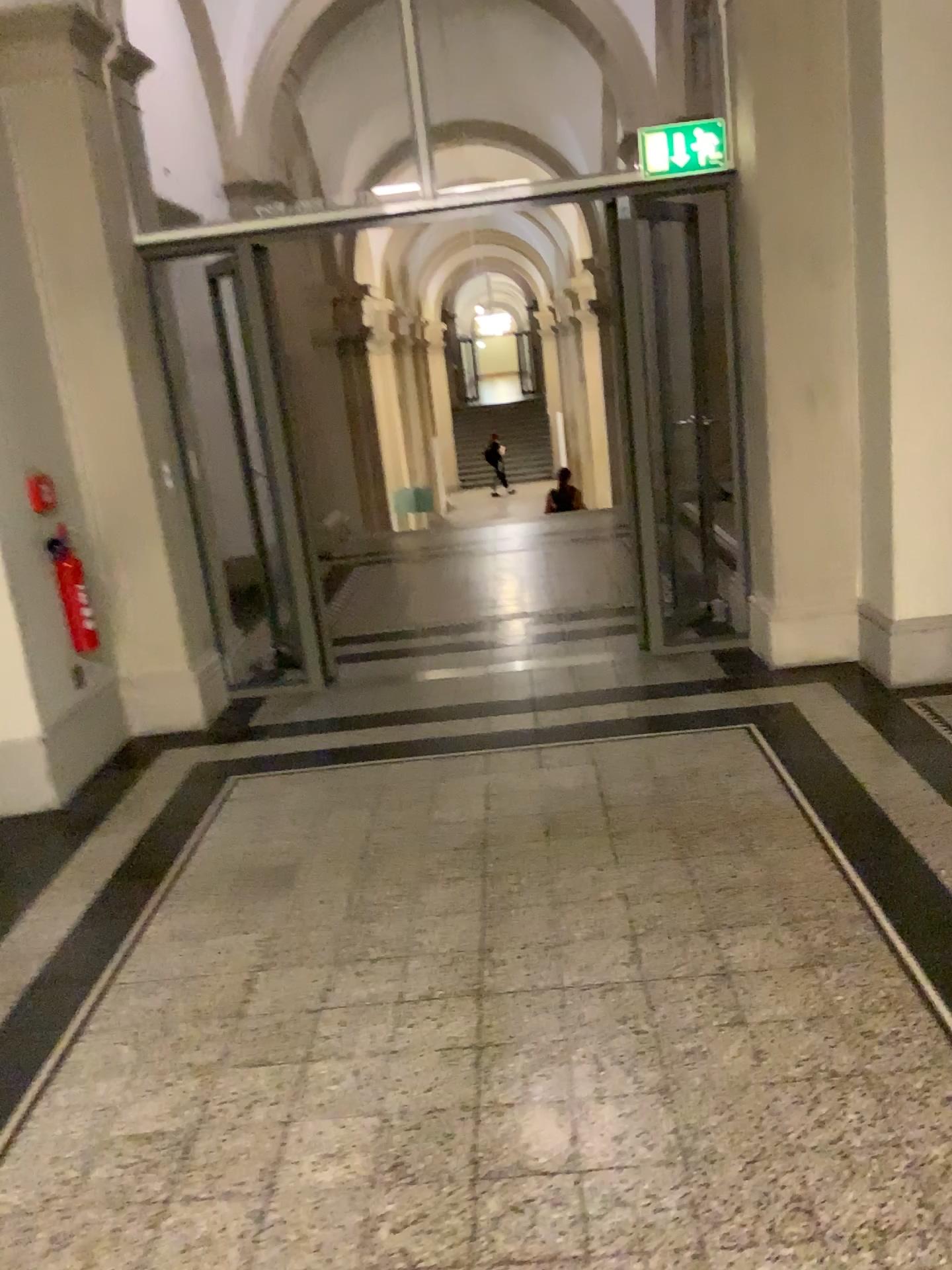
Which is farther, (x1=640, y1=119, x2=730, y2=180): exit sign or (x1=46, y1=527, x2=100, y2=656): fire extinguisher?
(x1=640, y1=119, x2=730, y2=180): exit sign

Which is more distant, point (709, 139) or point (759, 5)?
point (709, 139)

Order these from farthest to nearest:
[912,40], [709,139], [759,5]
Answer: [709,139], [759,5], [912,40]

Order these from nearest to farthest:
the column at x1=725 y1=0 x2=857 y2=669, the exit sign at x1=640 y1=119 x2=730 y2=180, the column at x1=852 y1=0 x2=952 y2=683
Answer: the column at x1=852 y1=0 x2=952 y2=683
the column at x1=725 y1=0 x2=857 y2=669
the exit sign at x1=640 y1=119 x2=730 y2=180

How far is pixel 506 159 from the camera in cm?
486

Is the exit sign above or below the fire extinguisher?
above

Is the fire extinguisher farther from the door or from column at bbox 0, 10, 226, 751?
the door

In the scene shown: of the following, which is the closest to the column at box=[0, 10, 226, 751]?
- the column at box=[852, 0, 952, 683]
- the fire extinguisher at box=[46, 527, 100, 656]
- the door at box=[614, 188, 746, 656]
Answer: the fire extinguisher at box=[46, 527, 100, 656]

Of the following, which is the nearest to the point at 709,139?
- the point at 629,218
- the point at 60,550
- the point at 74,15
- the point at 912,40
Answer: the point at 629,218

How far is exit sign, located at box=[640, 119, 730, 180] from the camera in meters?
4.5 m
